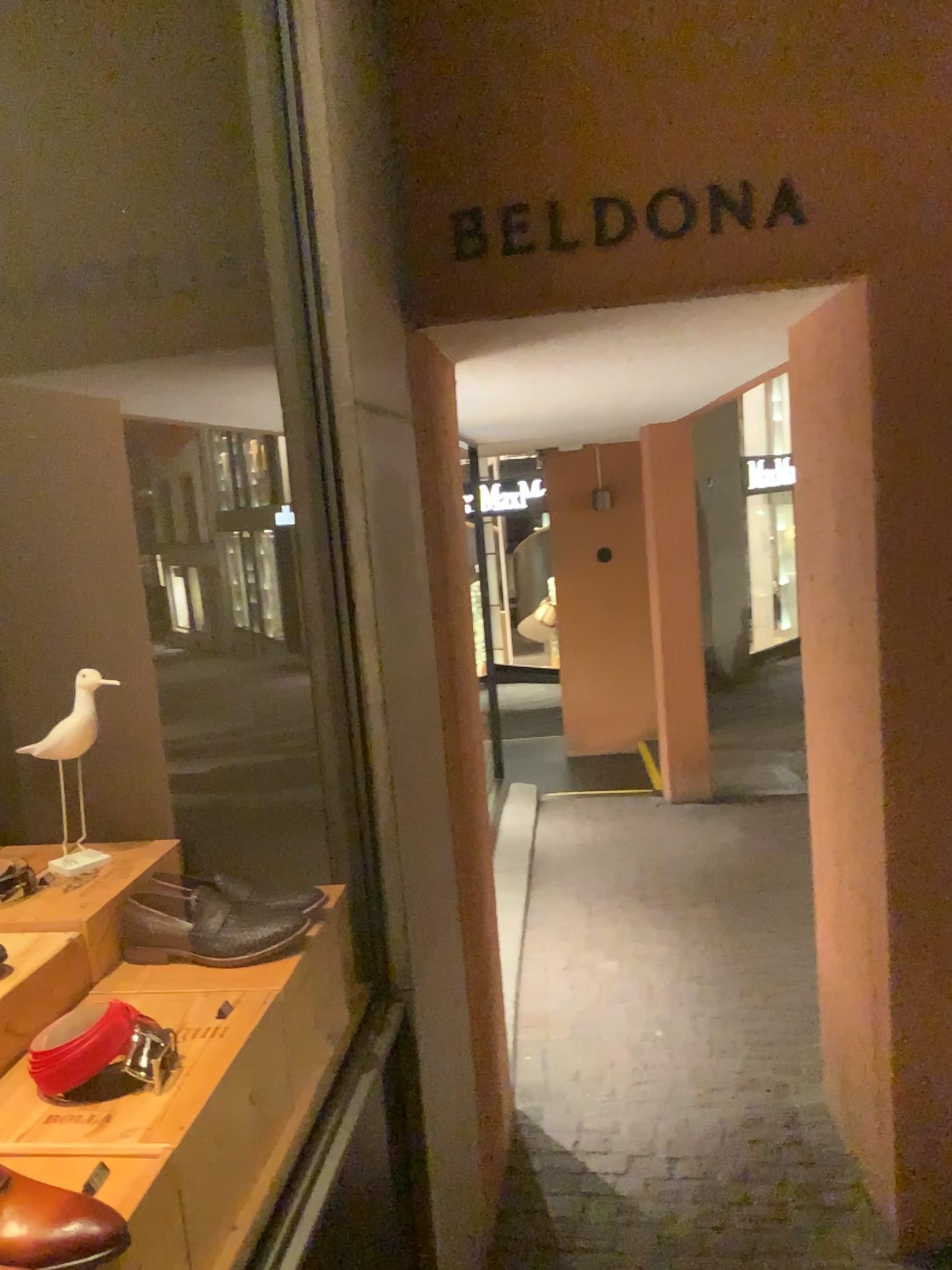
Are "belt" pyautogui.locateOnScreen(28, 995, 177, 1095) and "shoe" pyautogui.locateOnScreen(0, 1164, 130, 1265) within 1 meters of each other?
yes

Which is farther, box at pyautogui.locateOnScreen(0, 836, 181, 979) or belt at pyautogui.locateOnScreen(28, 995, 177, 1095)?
box at pyautogui.locateOnScreen(0, 836, 181, 979)

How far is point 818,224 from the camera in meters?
2.1

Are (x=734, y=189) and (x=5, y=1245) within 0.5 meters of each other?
no

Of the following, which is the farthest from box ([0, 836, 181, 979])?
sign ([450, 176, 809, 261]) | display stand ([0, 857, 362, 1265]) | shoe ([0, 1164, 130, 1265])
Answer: sign ([450, 176, 809, 261])

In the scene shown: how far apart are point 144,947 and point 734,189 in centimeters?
175cm

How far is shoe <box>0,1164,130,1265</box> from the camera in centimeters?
91cm

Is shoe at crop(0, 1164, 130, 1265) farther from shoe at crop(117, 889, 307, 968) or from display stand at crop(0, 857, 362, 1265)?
shoe at crop(117, 889, 307, 968)

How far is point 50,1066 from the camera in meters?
1.2 m

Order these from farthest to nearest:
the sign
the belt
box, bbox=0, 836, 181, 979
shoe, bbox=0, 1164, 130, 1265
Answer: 1. the sign
2. box, bbox=0, 836, 181, 979
3. the belt
4. shoe, bbox=0, 1164, 130, 1265
